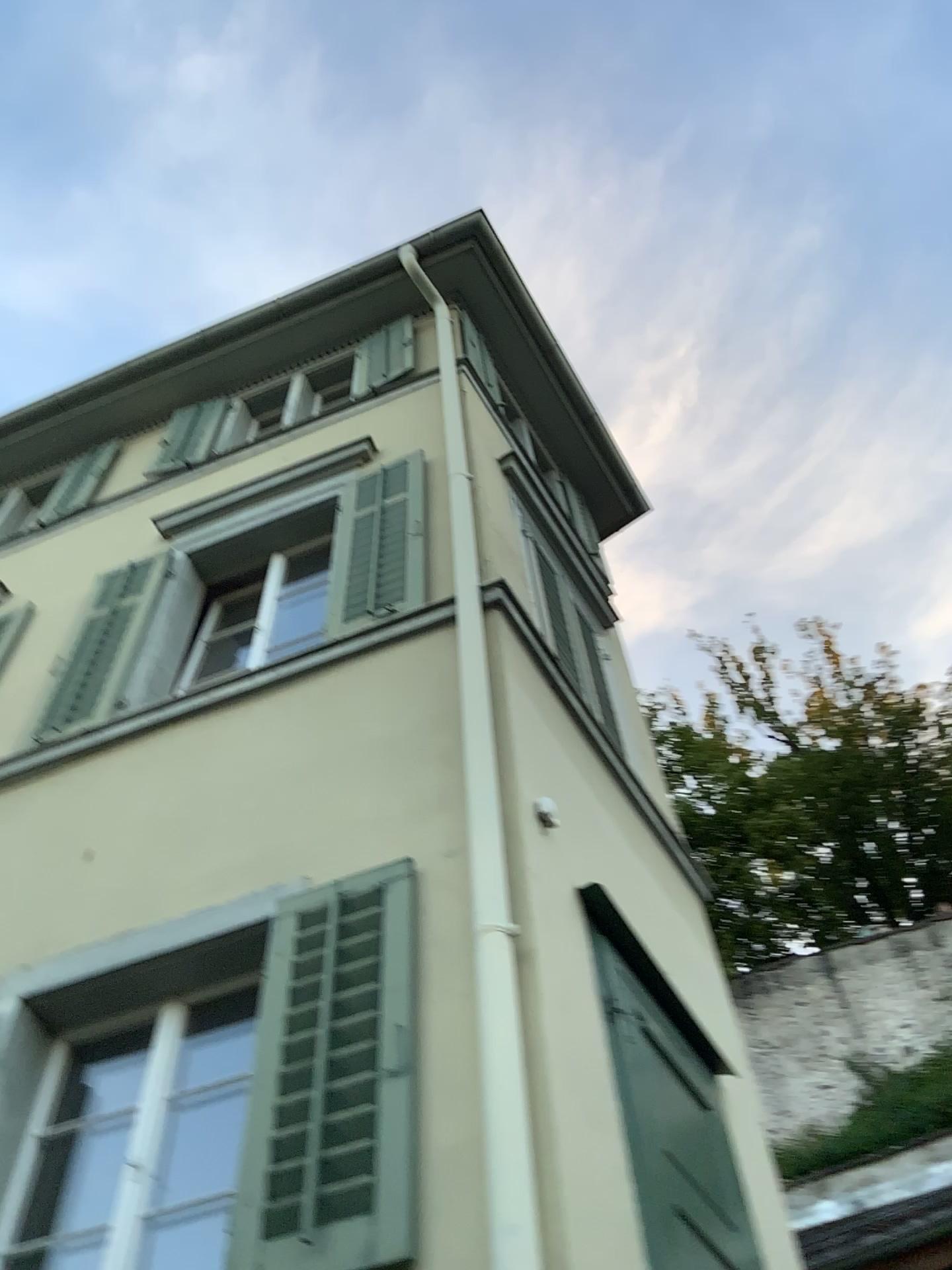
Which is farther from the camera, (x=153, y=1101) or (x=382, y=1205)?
(x=153, y=1101)

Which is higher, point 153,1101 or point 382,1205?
point 153,1101

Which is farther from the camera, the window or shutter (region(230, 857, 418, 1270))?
the window

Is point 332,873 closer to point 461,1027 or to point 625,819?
Answer: point 461,1027
